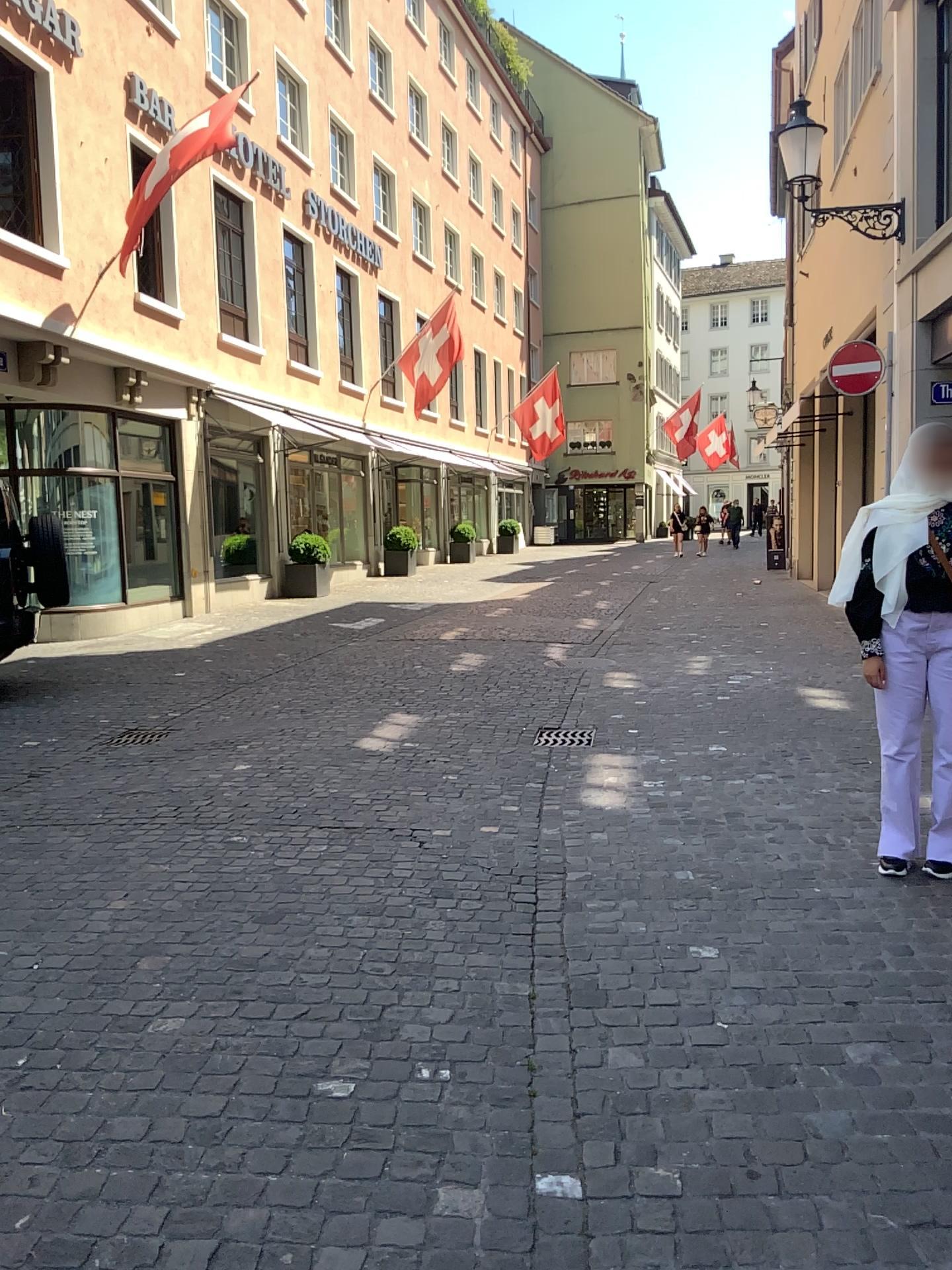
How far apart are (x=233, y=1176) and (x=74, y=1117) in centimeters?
46cm
